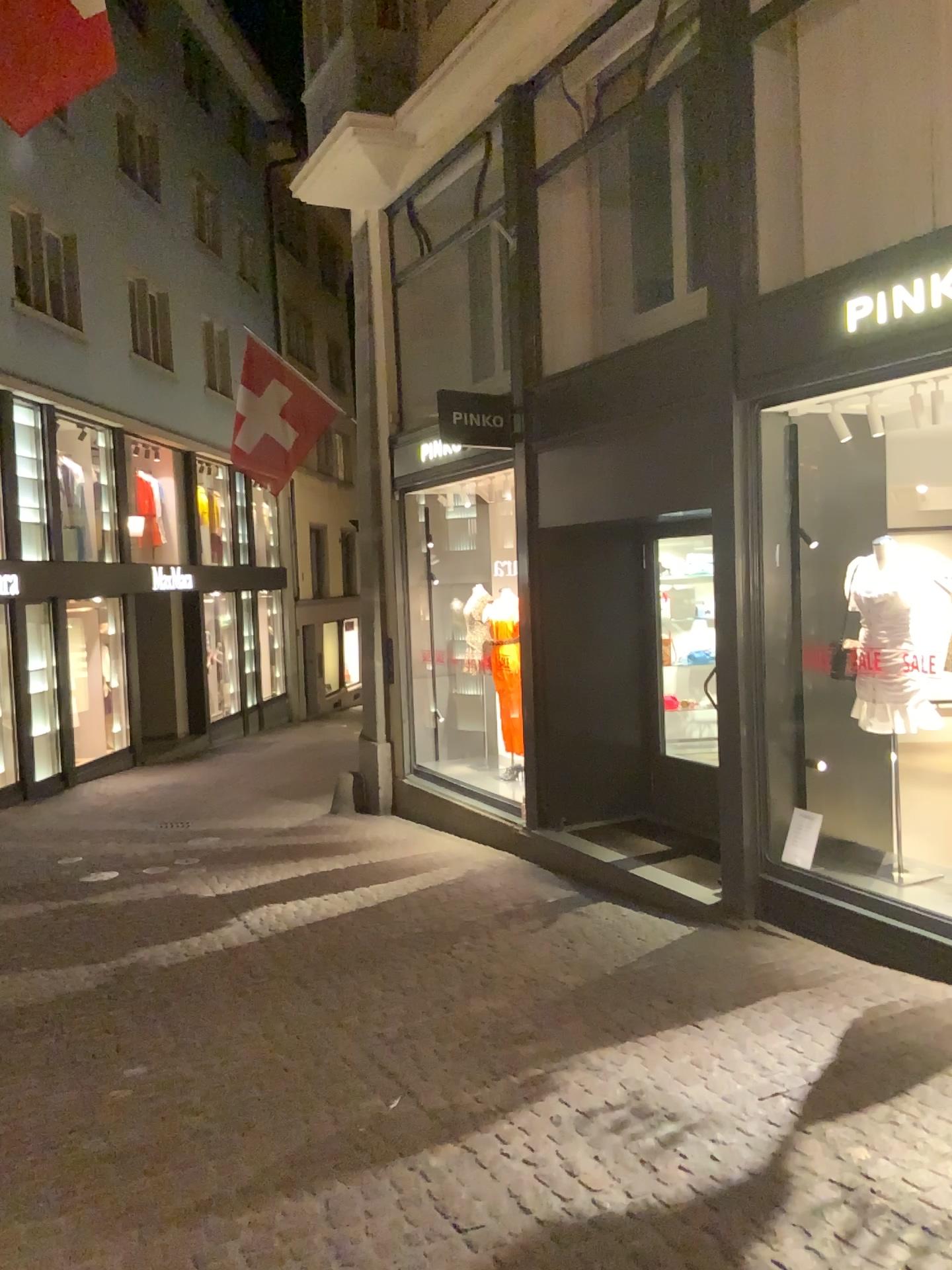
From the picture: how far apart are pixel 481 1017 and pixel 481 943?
1.0m
